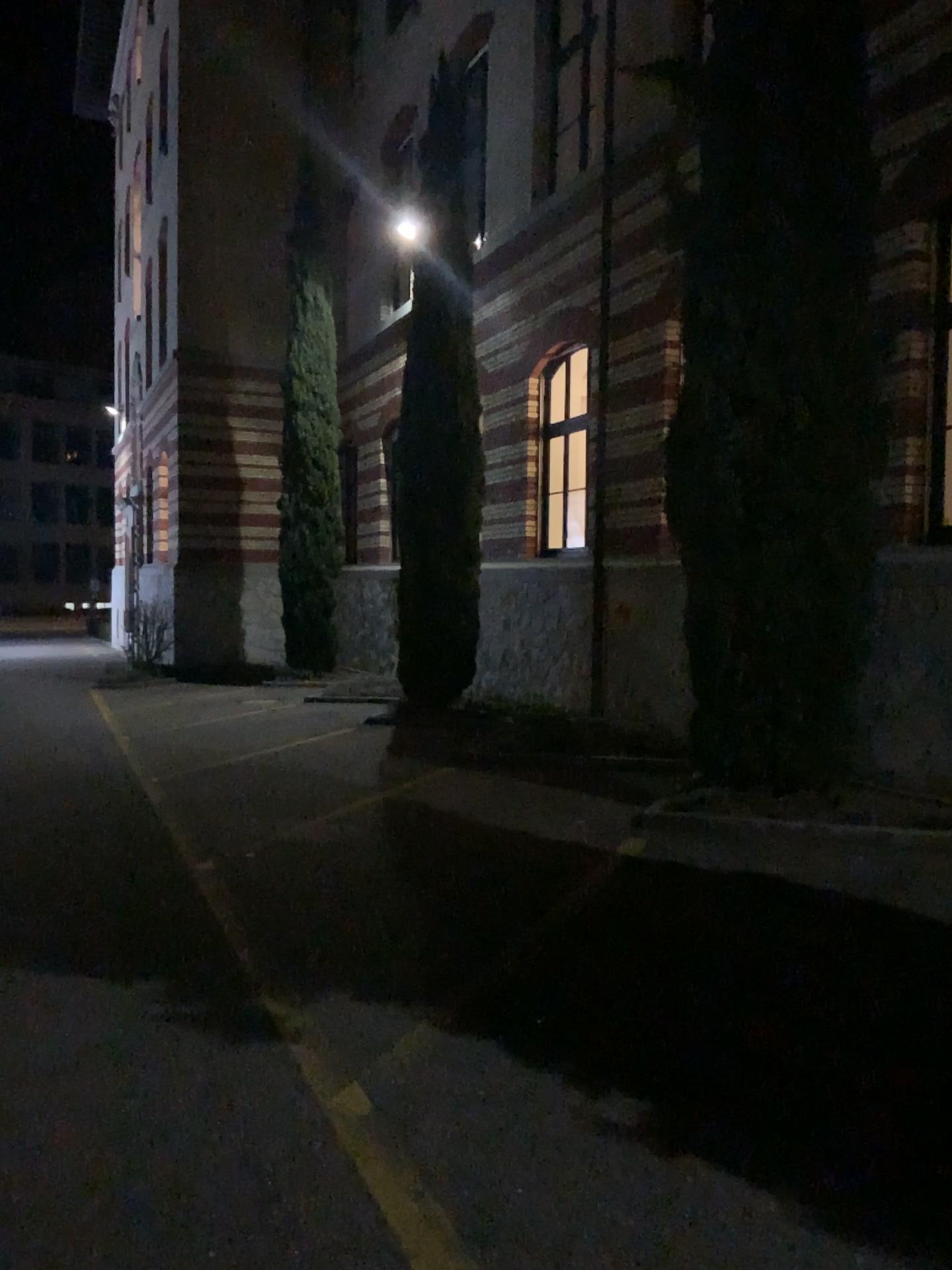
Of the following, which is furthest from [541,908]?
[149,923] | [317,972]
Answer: [149,923]
